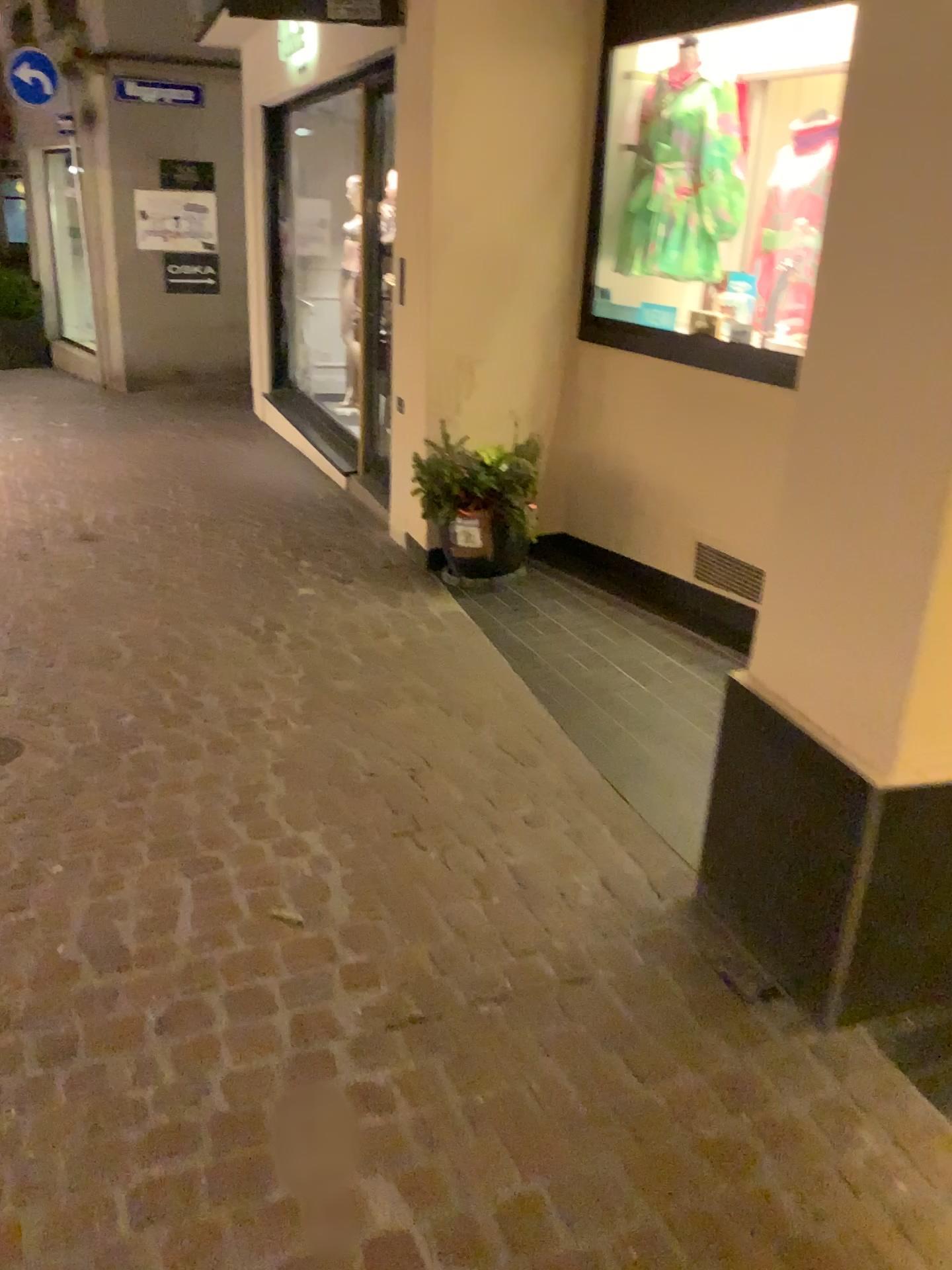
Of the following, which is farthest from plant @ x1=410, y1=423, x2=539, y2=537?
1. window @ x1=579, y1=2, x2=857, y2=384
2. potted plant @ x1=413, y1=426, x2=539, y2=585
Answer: window @ x1=579, y1=2, x2=857, y2=384

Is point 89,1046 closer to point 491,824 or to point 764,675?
point 491,824

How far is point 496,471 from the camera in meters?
4.5

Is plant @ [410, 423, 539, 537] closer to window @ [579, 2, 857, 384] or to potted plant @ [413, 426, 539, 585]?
potted plant @ [413, 426, 539, 585]

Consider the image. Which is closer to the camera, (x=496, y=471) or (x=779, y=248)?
(x=779, y=248)

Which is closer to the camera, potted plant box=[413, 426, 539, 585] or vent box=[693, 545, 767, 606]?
vent box=[693, 545, 767, 606]

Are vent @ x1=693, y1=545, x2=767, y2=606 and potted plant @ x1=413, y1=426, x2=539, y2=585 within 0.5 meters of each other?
no

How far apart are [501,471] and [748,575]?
1.2 meters

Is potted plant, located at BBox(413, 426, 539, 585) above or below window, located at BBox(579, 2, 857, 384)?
below

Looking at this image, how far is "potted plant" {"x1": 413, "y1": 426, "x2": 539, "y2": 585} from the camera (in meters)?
4.45
